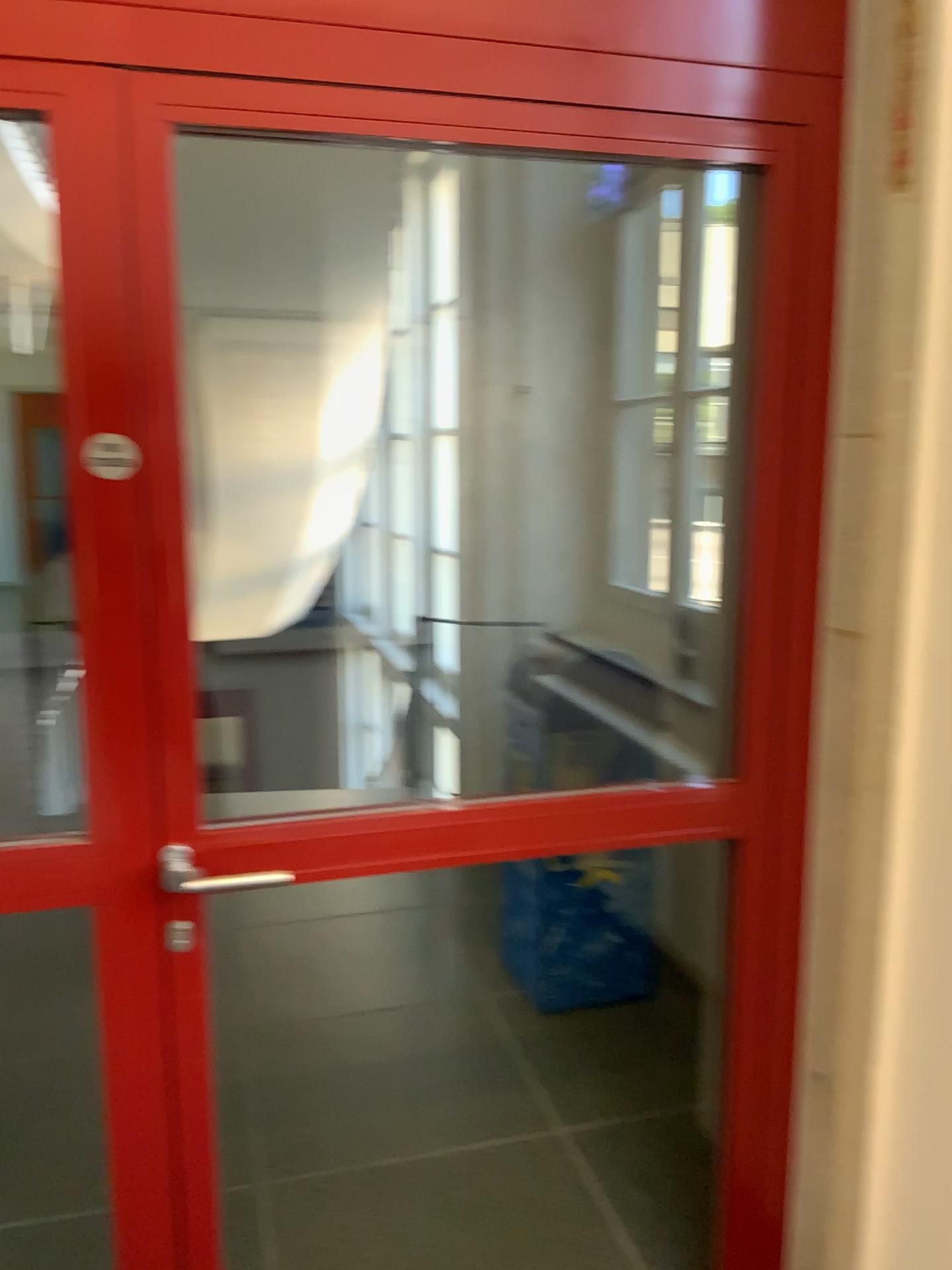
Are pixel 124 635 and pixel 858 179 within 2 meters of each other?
yes

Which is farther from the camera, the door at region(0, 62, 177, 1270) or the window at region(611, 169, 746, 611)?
the window at region(611, 169, 746, 611)

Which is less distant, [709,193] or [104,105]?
[104,105]

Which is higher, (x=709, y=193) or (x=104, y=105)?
(x=709, y=193)
